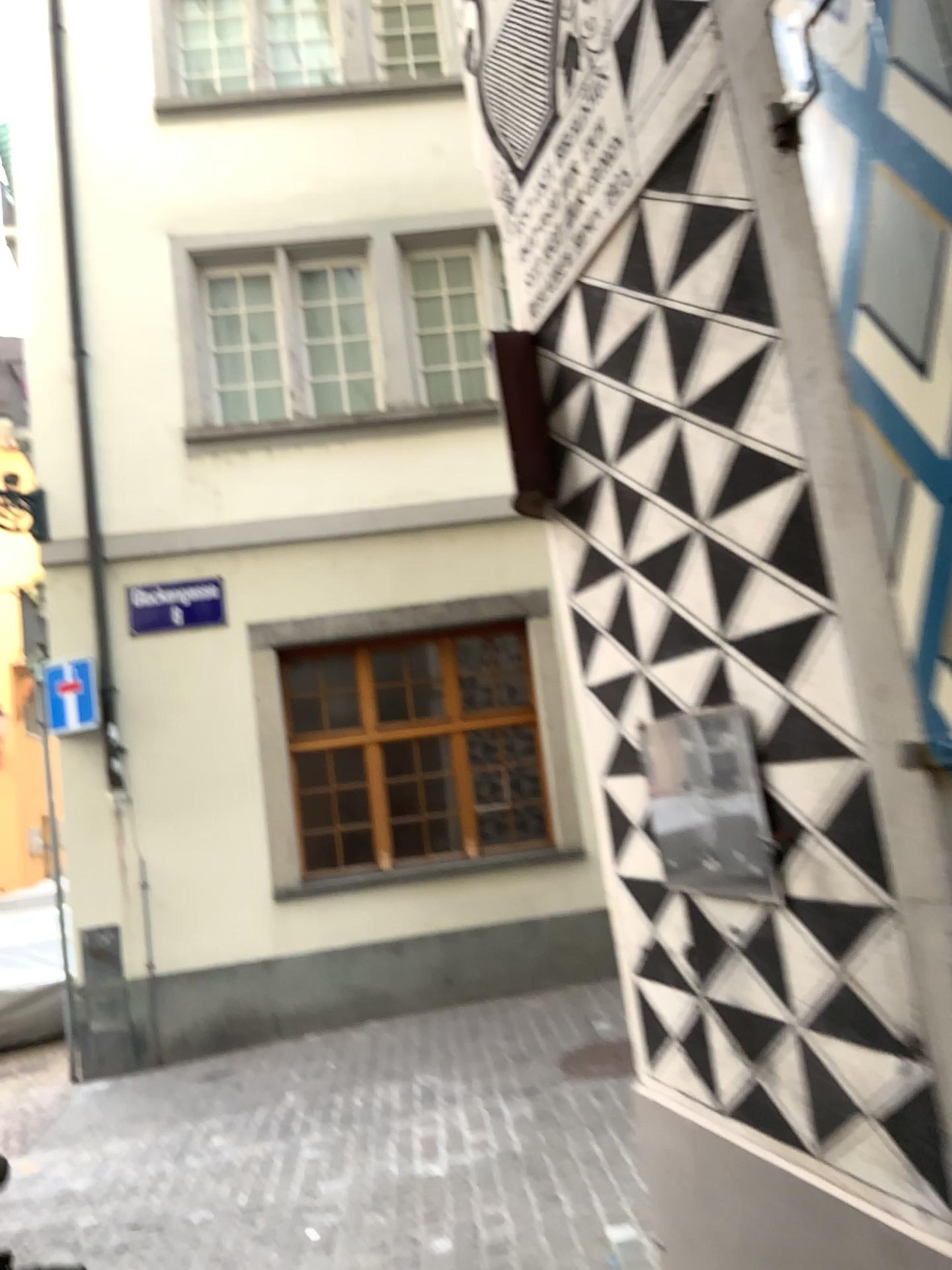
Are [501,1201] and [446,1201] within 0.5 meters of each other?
yes
